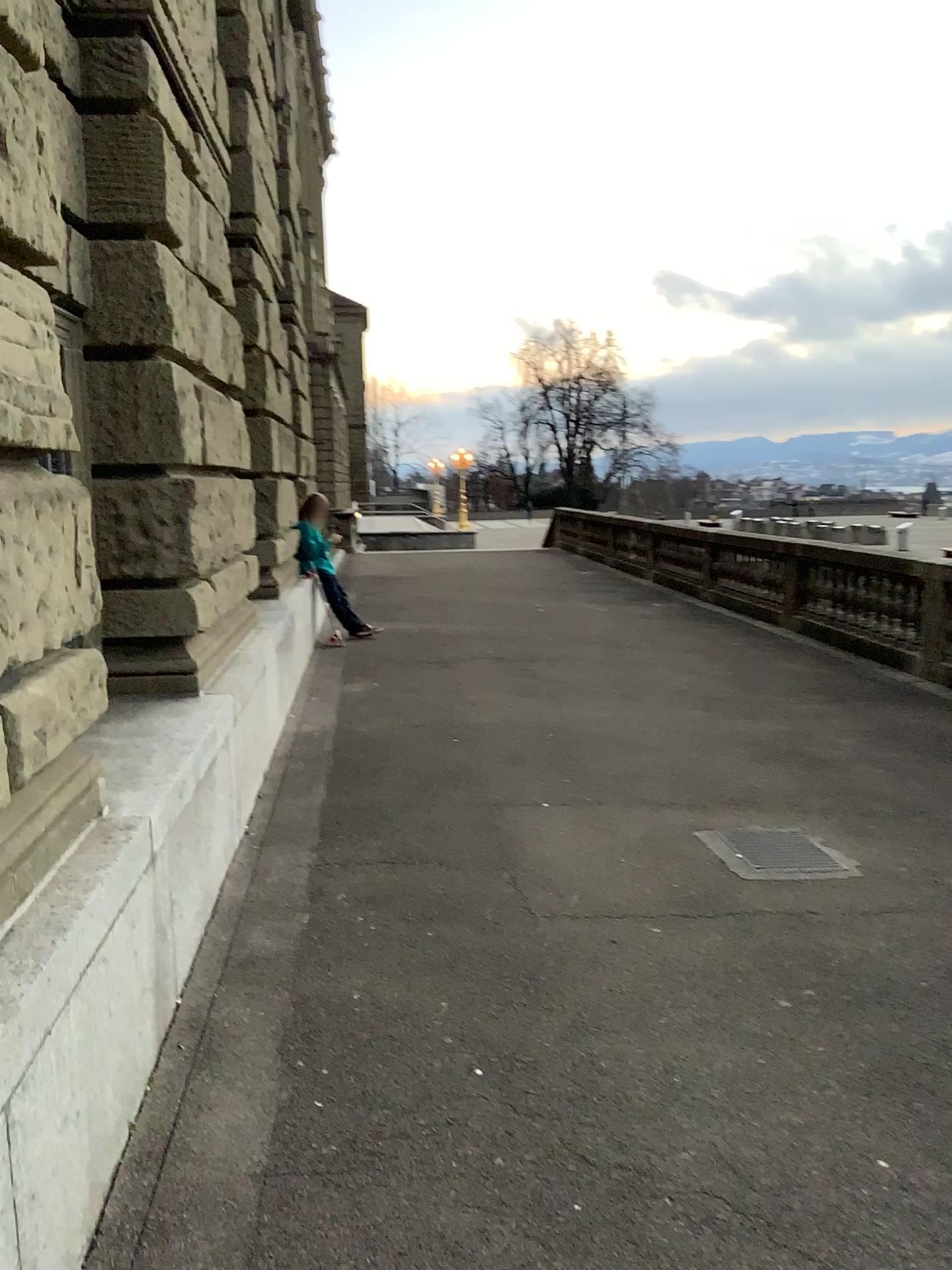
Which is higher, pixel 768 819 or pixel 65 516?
pixel 65 516
